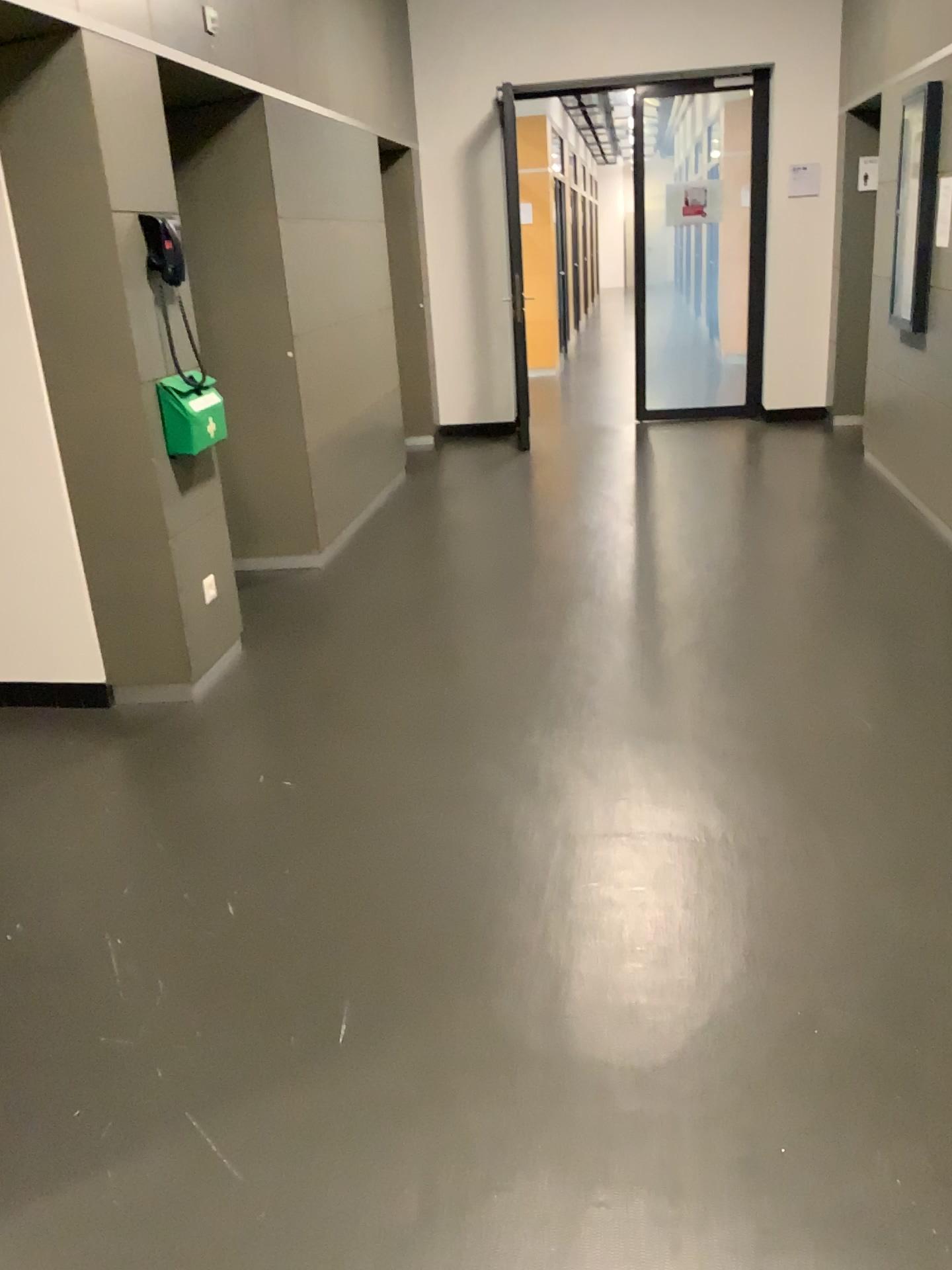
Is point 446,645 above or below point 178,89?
below
